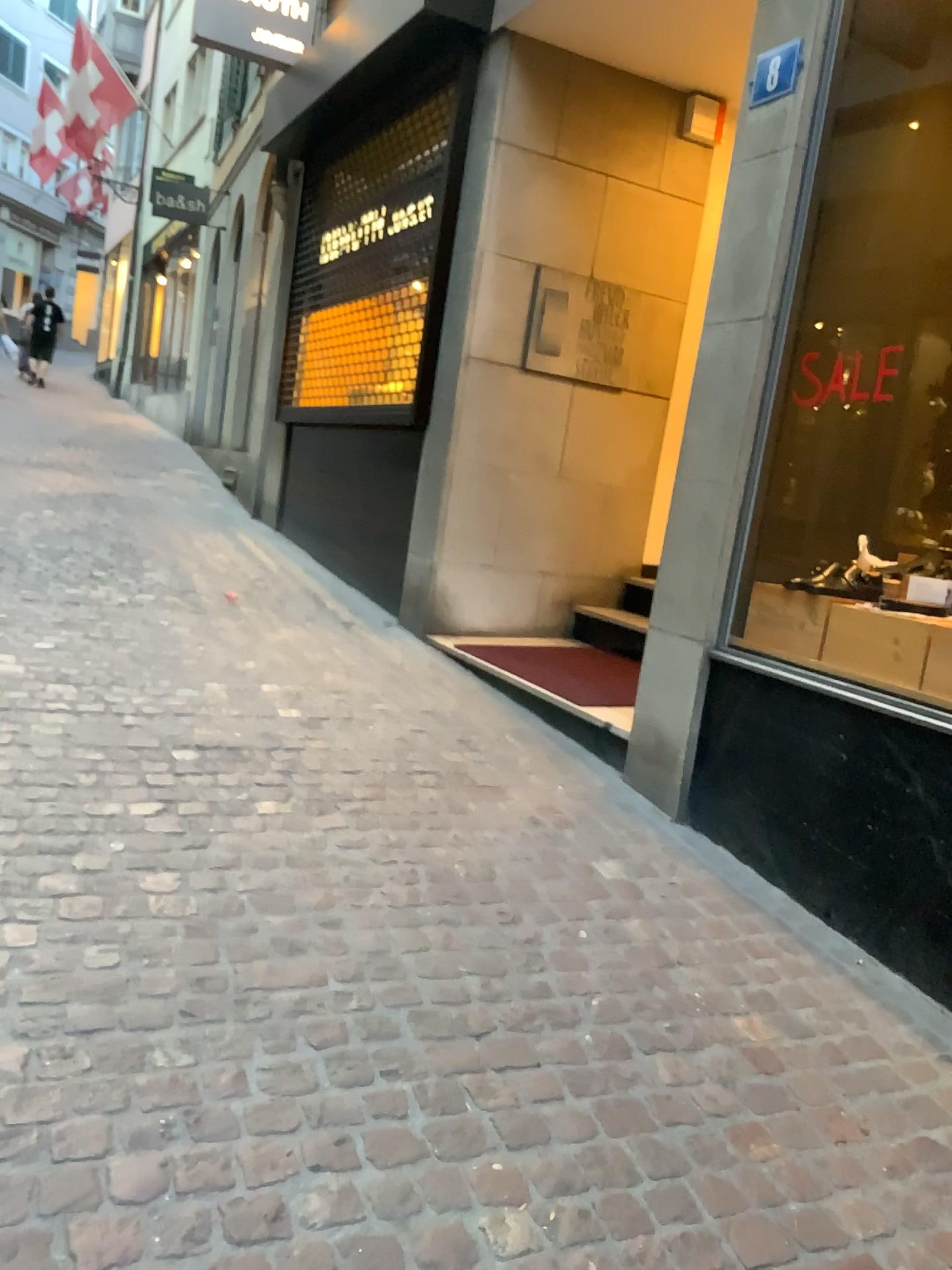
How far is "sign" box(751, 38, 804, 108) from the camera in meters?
3.3

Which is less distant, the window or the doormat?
the window

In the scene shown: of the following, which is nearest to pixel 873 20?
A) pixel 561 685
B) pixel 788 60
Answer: pixel 788 60

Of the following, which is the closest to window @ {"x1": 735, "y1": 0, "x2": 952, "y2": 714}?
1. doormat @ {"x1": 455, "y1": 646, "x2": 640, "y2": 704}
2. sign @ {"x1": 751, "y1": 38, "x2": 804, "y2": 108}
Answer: sign @ {"x1": 751, "y1": 38, "x2": 804, "y2": 108}

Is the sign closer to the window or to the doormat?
the window

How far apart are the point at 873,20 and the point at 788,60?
0.3 meters

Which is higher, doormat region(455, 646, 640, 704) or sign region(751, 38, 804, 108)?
sign region(751, 38, 804, 108)

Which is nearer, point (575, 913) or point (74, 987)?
point (74, 987)

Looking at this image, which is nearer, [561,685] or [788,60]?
[788,60]
